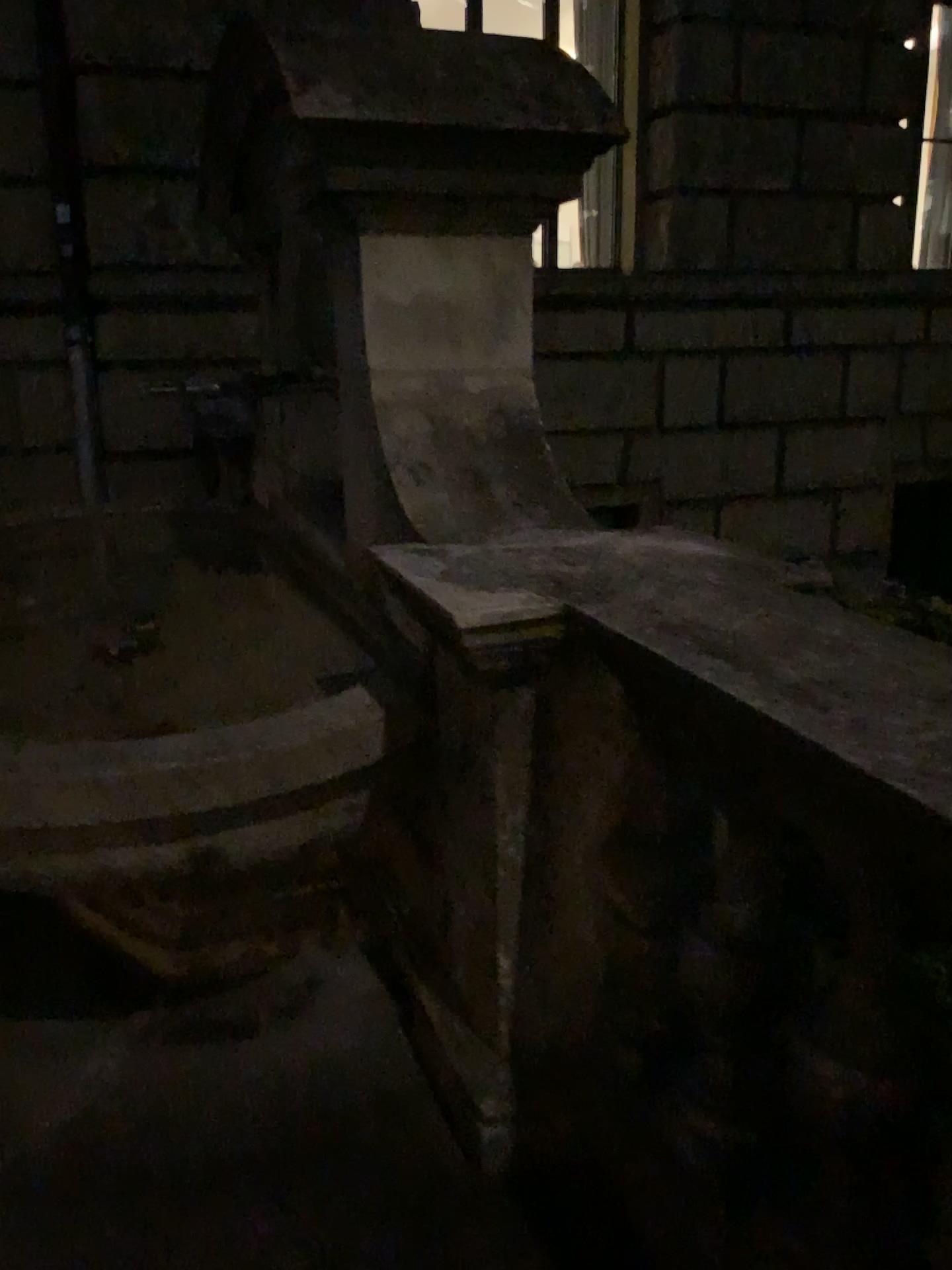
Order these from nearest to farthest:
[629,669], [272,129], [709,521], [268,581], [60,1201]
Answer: [629,669], [60,1201], [709,521], [272,129], [268,581]
